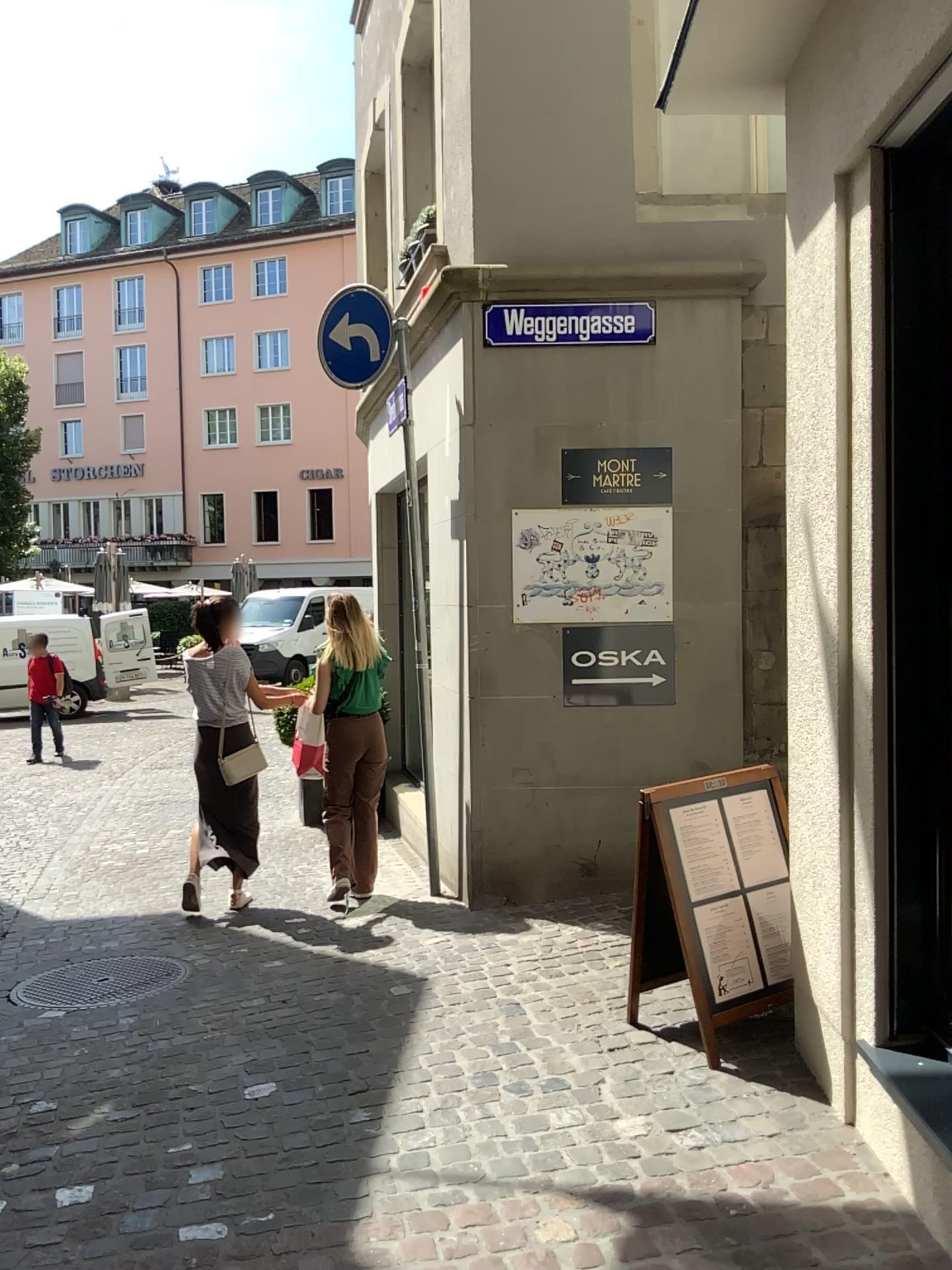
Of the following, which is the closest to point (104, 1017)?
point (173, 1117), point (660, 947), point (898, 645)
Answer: point (173, 1117)

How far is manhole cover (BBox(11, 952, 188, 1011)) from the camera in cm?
413

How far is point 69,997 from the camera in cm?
413
